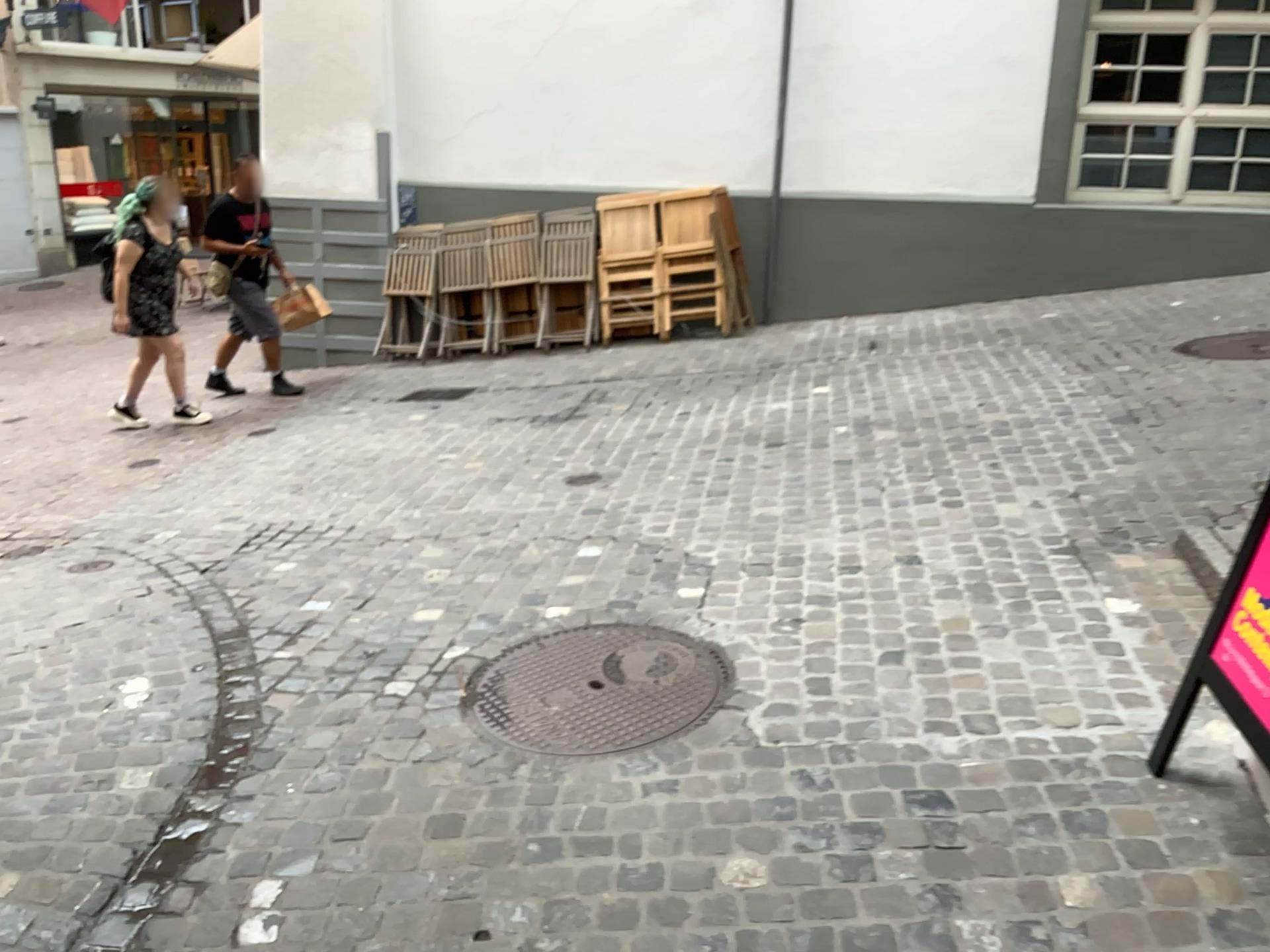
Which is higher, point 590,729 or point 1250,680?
point 1250,680

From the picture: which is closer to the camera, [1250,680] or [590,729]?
[1250,680]

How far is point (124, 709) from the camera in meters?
2.9 m

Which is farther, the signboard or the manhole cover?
the manhole cover
